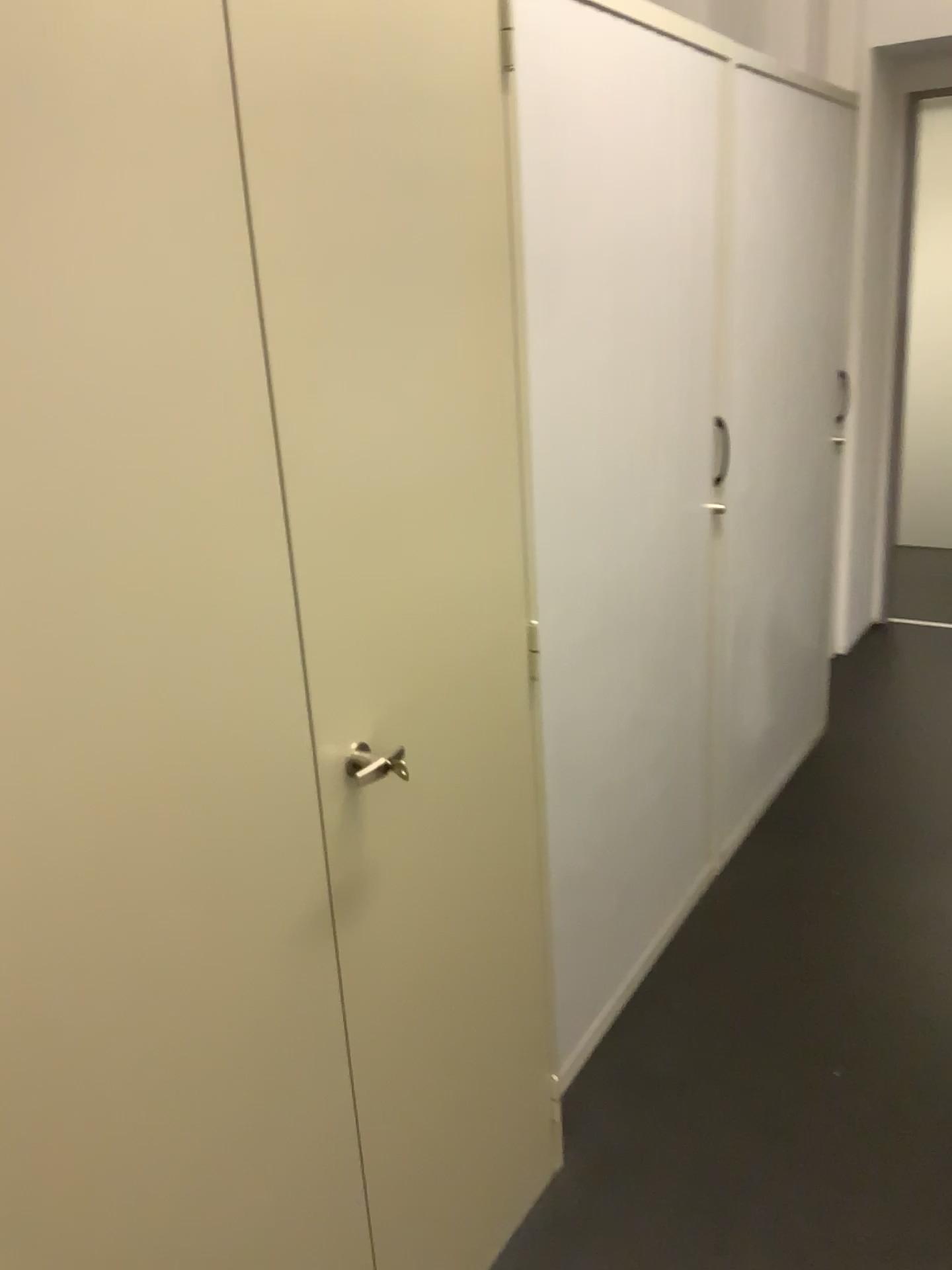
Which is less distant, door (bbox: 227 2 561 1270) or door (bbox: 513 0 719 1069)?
door (bbox: 227 2 561 1270)

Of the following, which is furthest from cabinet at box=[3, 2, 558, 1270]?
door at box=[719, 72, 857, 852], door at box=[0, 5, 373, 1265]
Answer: door at box=[719, 72, 857, 852]

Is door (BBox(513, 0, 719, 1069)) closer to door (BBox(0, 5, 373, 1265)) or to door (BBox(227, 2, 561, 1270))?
door (BBox(227, 2, 561, 1270))

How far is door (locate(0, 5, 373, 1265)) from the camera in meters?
0.8 m

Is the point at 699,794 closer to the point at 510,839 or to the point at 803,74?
the point at 510,839

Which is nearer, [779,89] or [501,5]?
[501,5]

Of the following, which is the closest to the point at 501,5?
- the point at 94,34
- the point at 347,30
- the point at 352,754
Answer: the point at 347,30

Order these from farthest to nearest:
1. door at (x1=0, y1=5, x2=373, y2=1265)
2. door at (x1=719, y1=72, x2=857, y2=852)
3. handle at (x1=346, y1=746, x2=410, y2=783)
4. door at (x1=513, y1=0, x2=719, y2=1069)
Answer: door at (x1=719, y1=72, x2=857, y2=852), door at (x1=513, y1=0, x2=719, y2=1069), handle at (x1=346, y1=746, x2=410, y2=783), door at (x1=0, y1=5, x2=373, y2=1265)

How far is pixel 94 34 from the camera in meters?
0.8

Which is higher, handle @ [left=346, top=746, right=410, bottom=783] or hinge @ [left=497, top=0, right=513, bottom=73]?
hinge @ [left=497, top=0, right=513, bottom=73]
